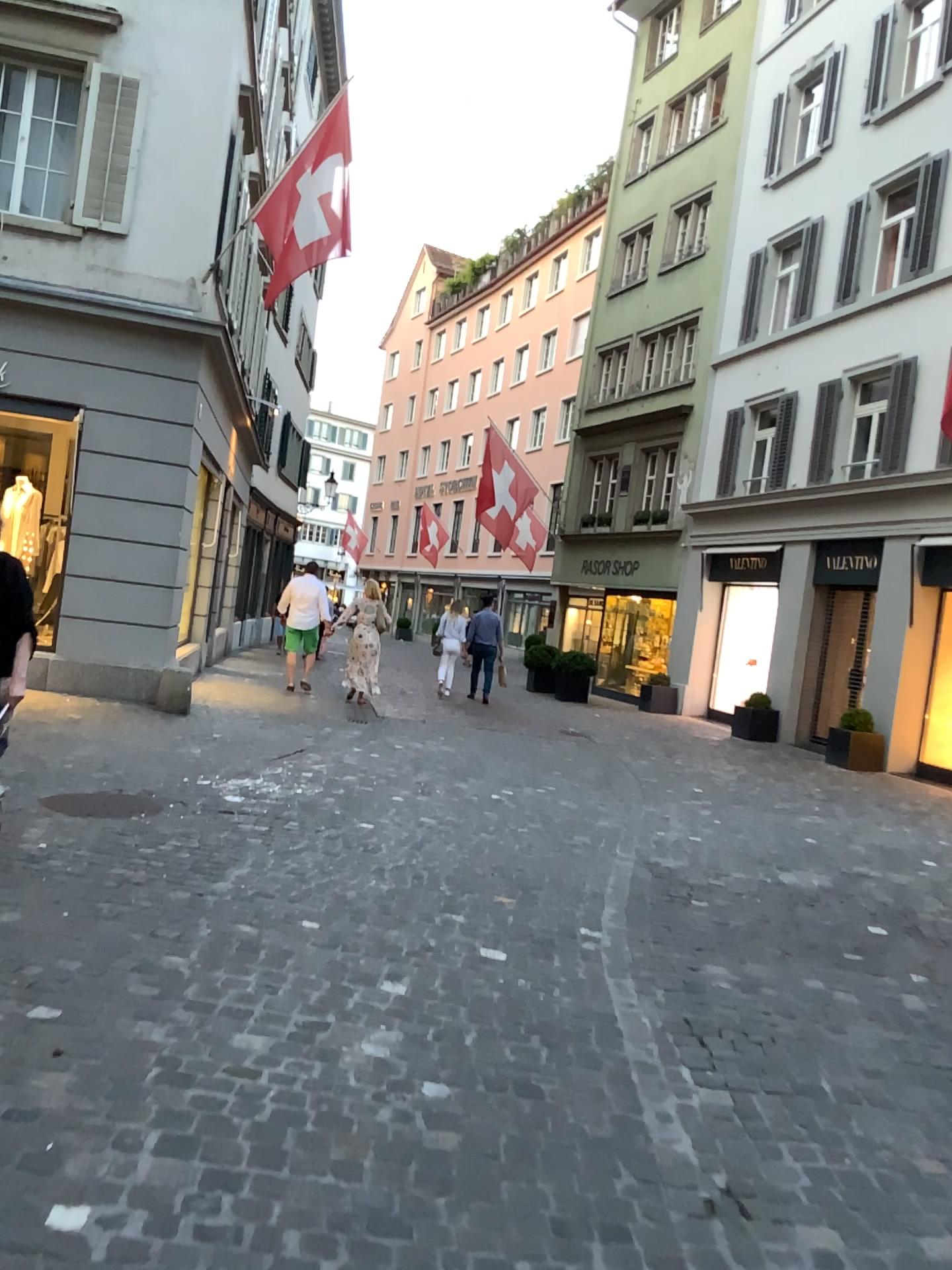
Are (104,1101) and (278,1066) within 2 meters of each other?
yes
